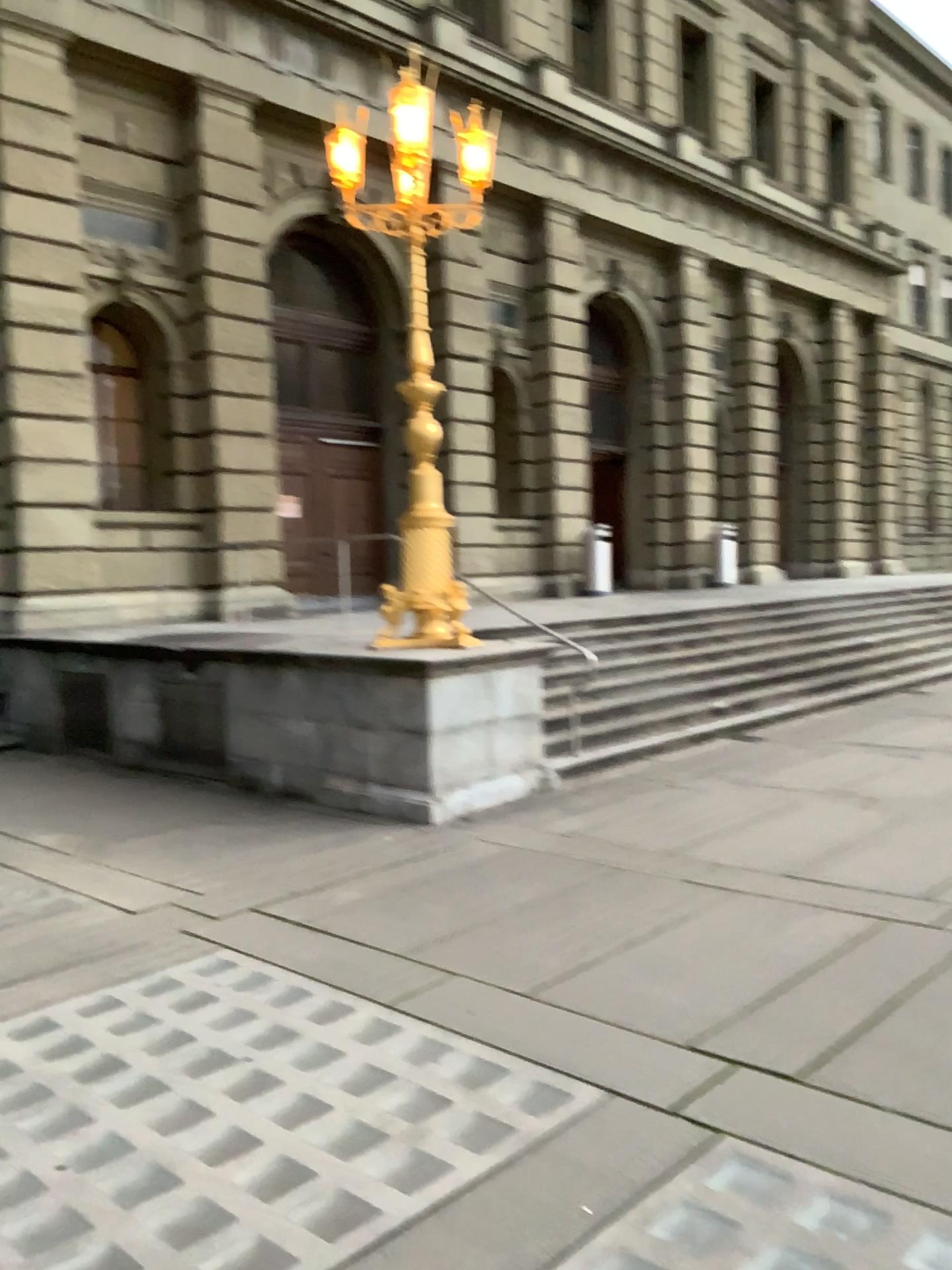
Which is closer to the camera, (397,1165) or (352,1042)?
(397,1165)
